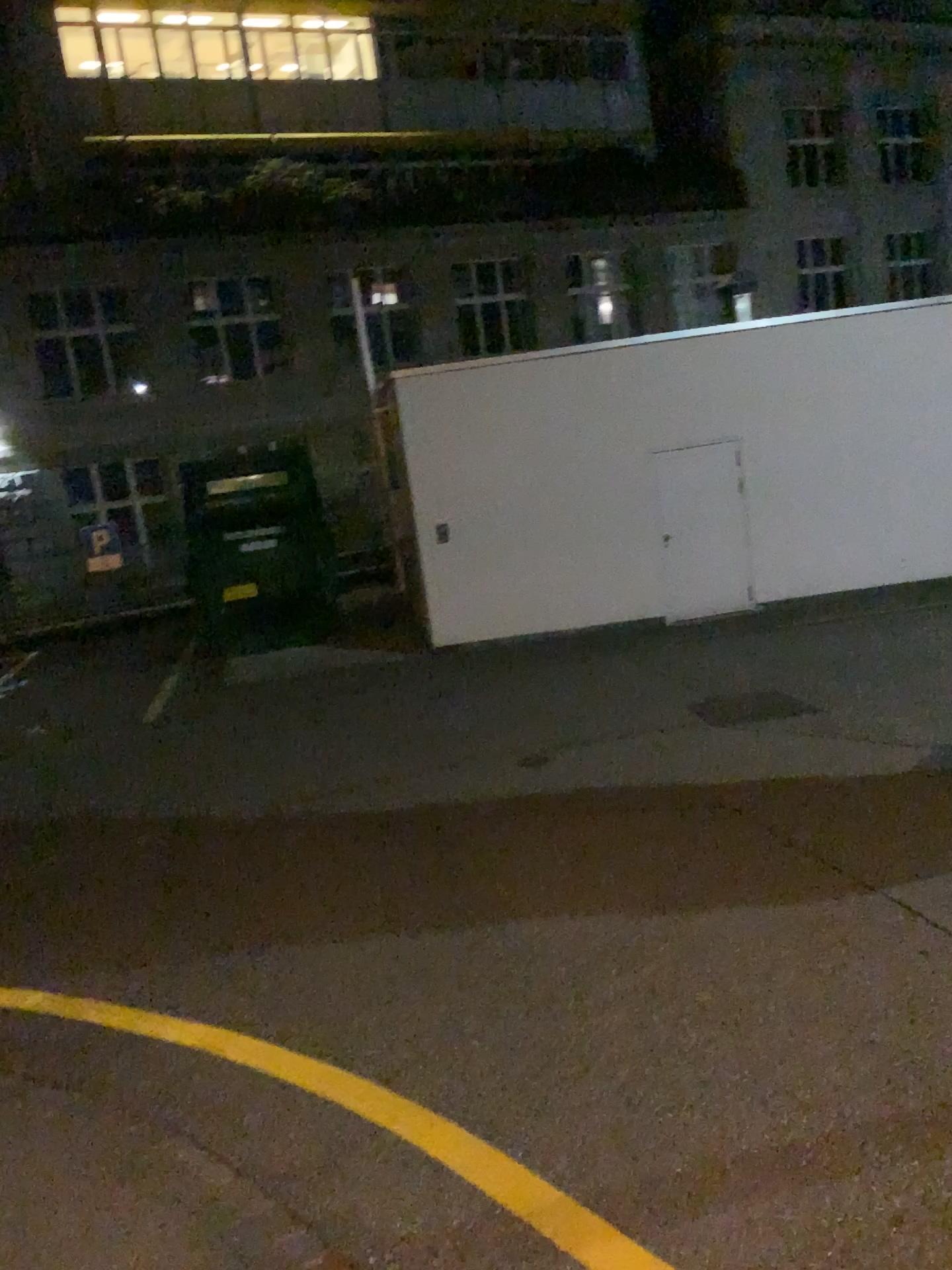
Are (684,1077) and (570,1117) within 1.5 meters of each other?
yes
